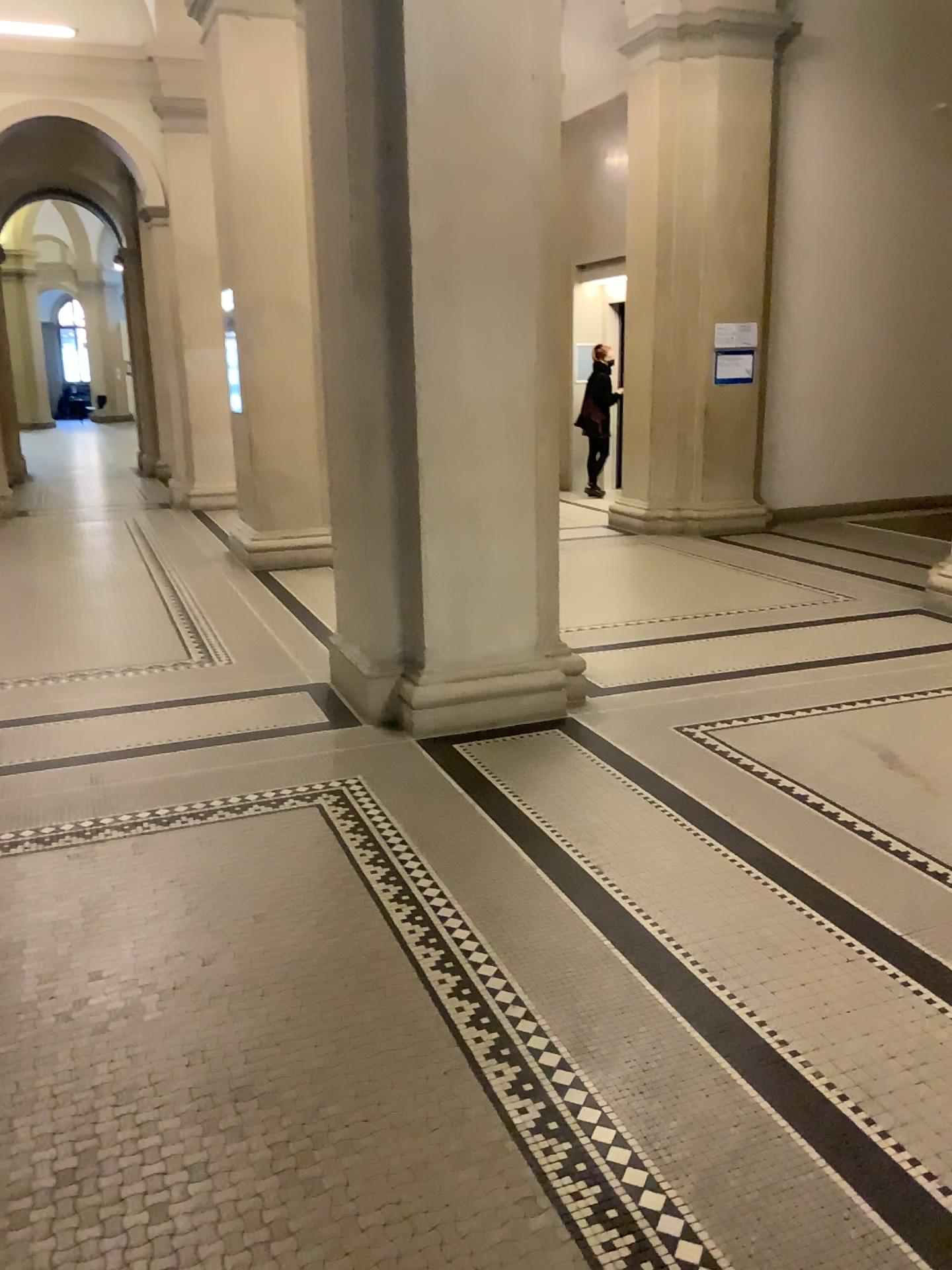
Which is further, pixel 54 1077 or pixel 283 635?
pixel 283 635
